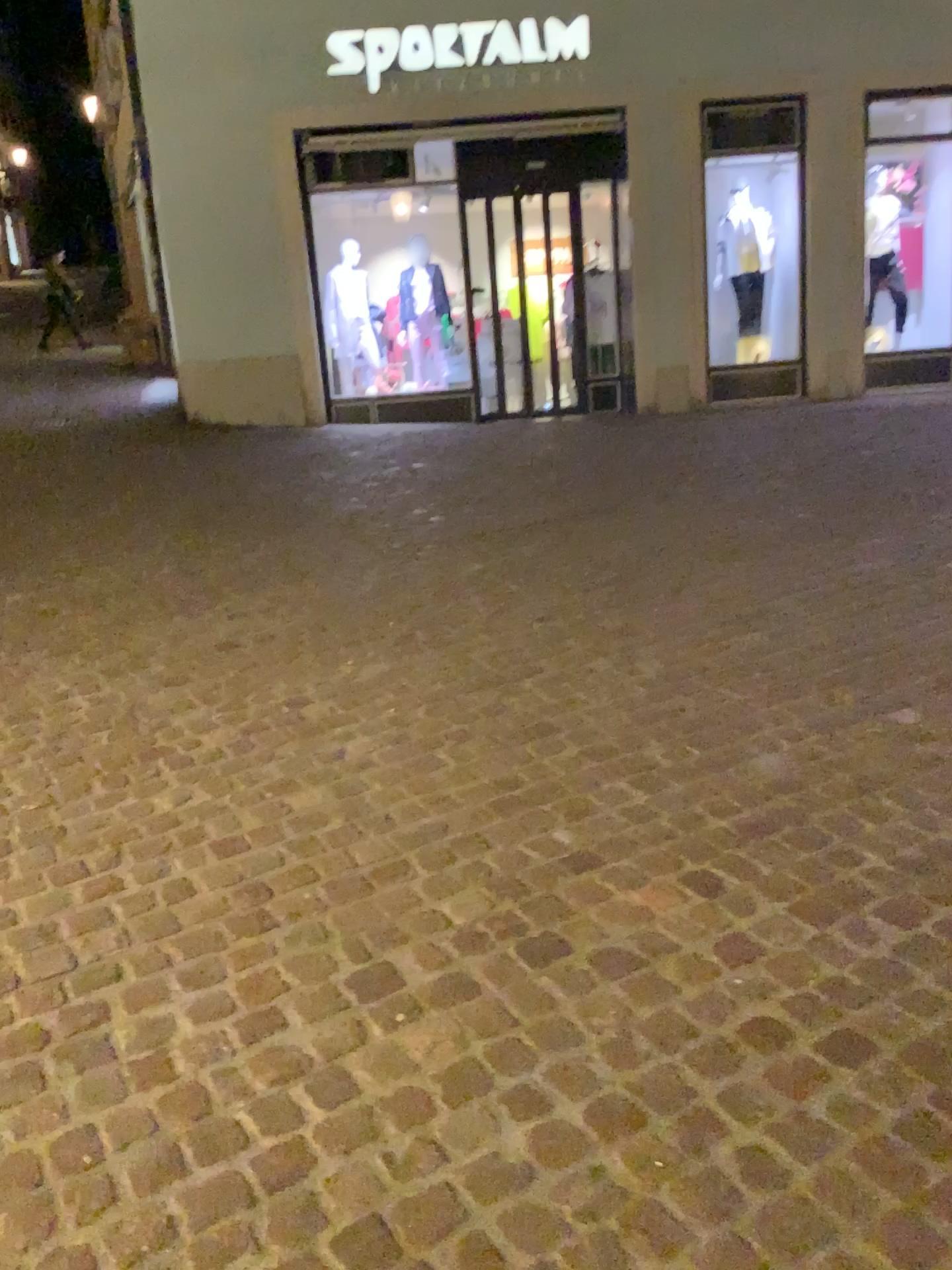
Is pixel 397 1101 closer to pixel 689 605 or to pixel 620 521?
pixel 689 605
